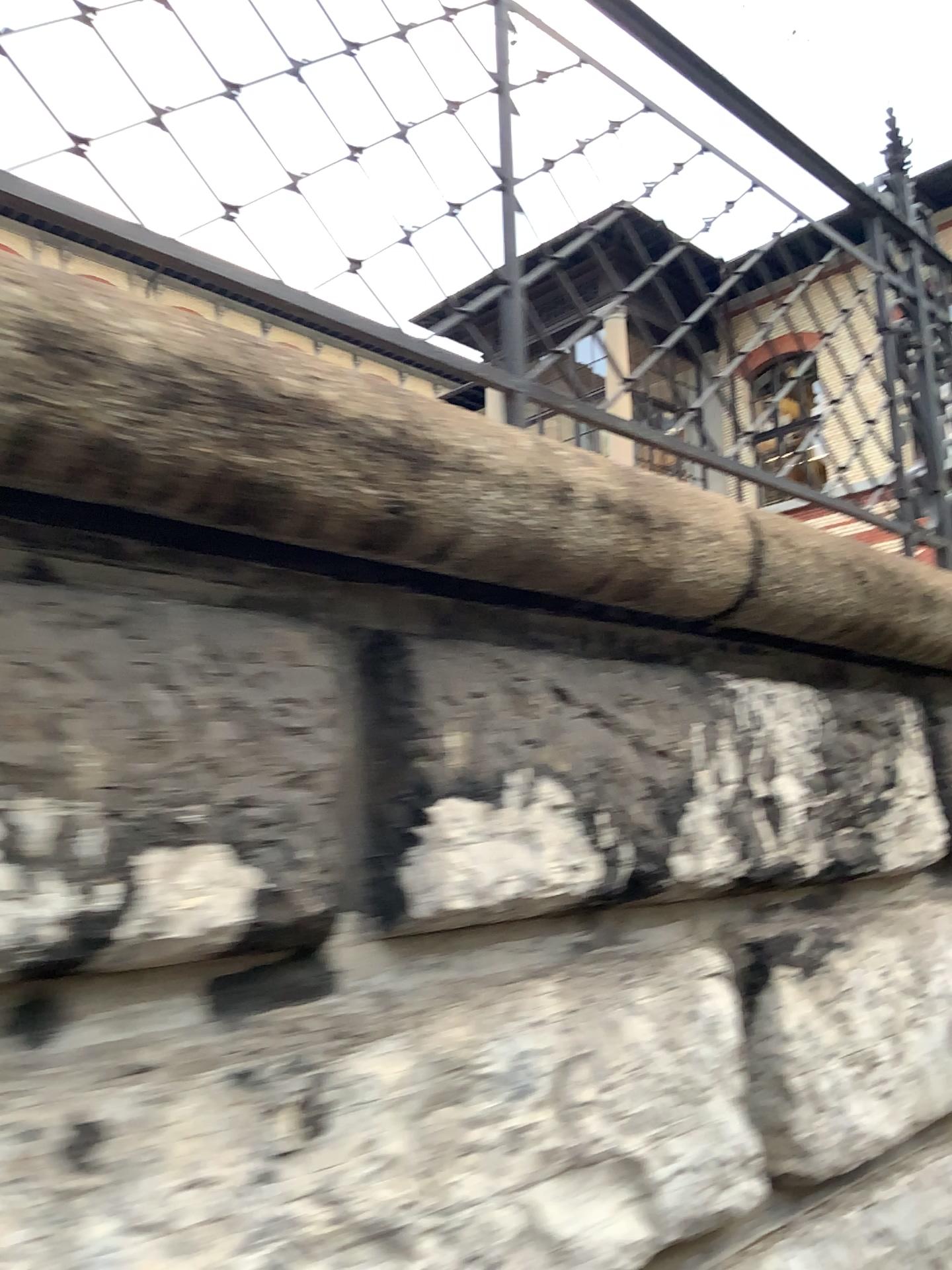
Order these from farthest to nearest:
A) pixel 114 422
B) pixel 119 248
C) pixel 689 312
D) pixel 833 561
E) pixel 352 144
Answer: pixel 689 312, pixel 833 561, pixel 352 144, pixel 119 248, pixel 114 422
